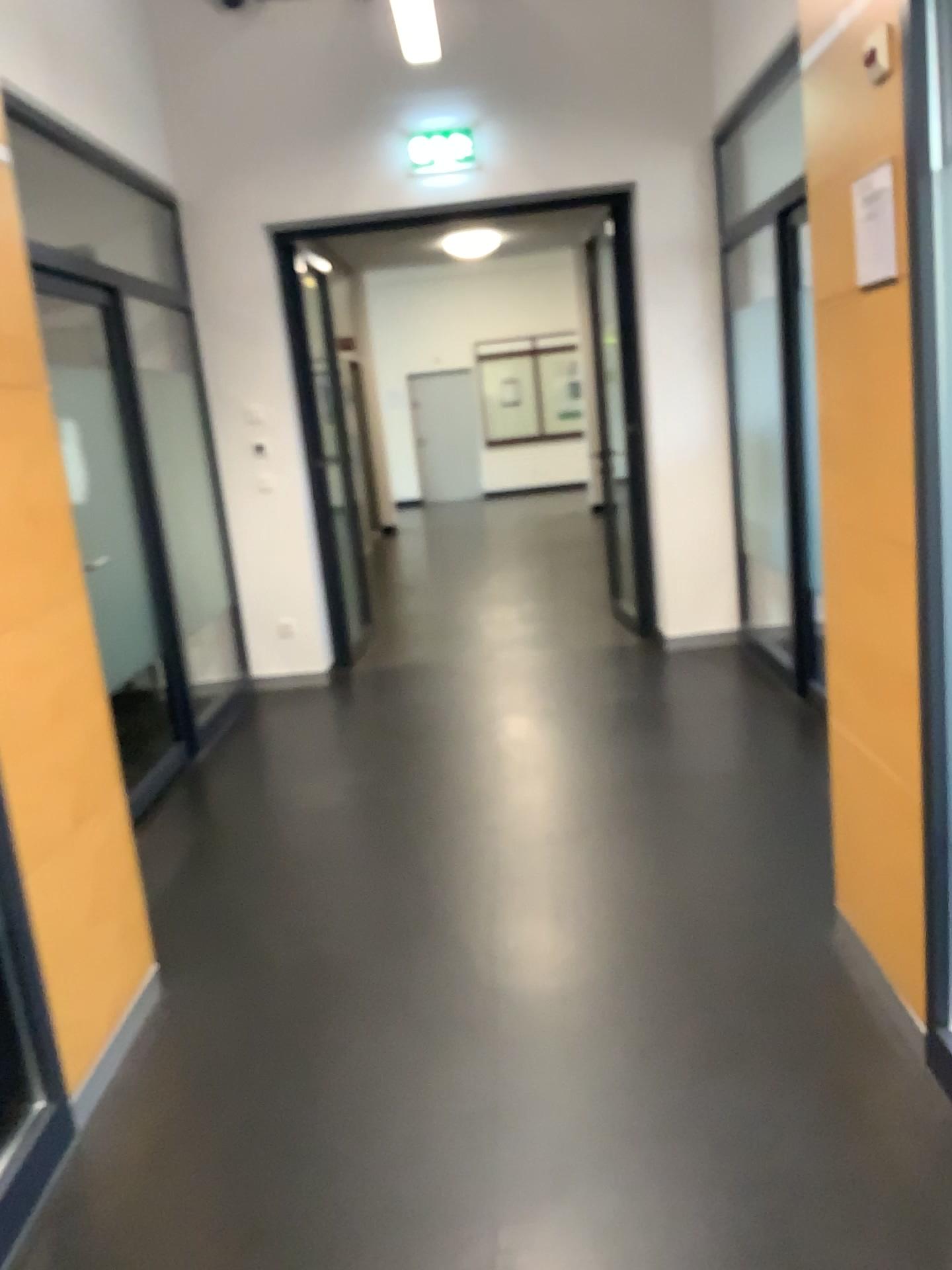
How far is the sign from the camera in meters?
2.0

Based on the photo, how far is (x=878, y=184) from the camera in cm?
198

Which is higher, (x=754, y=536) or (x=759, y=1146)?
(x=754, y=536)
